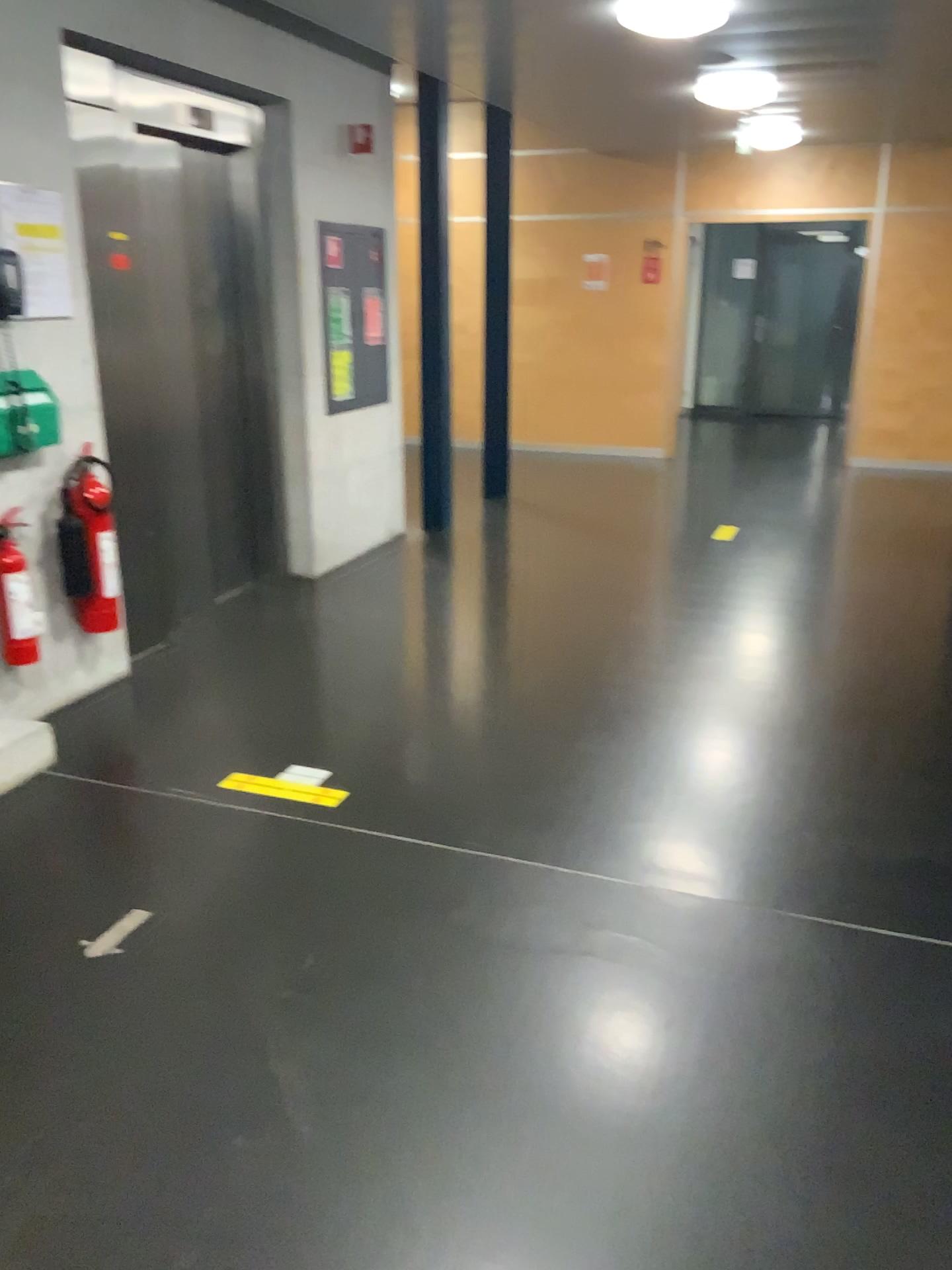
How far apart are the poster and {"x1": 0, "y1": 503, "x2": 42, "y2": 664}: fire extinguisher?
0.7m

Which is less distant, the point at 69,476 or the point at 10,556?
the point at 10,556

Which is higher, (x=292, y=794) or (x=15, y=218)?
(x=15, y=218)

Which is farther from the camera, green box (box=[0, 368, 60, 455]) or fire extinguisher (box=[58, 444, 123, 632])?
fire extinguisher (box=[58, 444, 123, 632])

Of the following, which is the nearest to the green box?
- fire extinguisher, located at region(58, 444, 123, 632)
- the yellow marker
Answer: fire extinguisher, located at region(58, 444, 123, 632)

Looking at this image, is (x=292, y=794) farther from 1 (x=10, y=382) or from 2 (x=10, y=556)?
1 (x=10, y=382)

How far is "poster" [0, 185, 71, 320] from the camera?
3.5m

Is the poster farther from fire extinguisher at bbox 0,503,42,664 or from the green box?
fire extinguisher at bbox 0,503,42,664

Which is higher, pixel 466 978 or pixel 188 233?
pixel 188 233

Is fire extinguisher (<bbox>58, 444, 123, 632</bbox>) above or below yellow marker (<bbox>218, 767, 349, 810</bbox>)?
above
